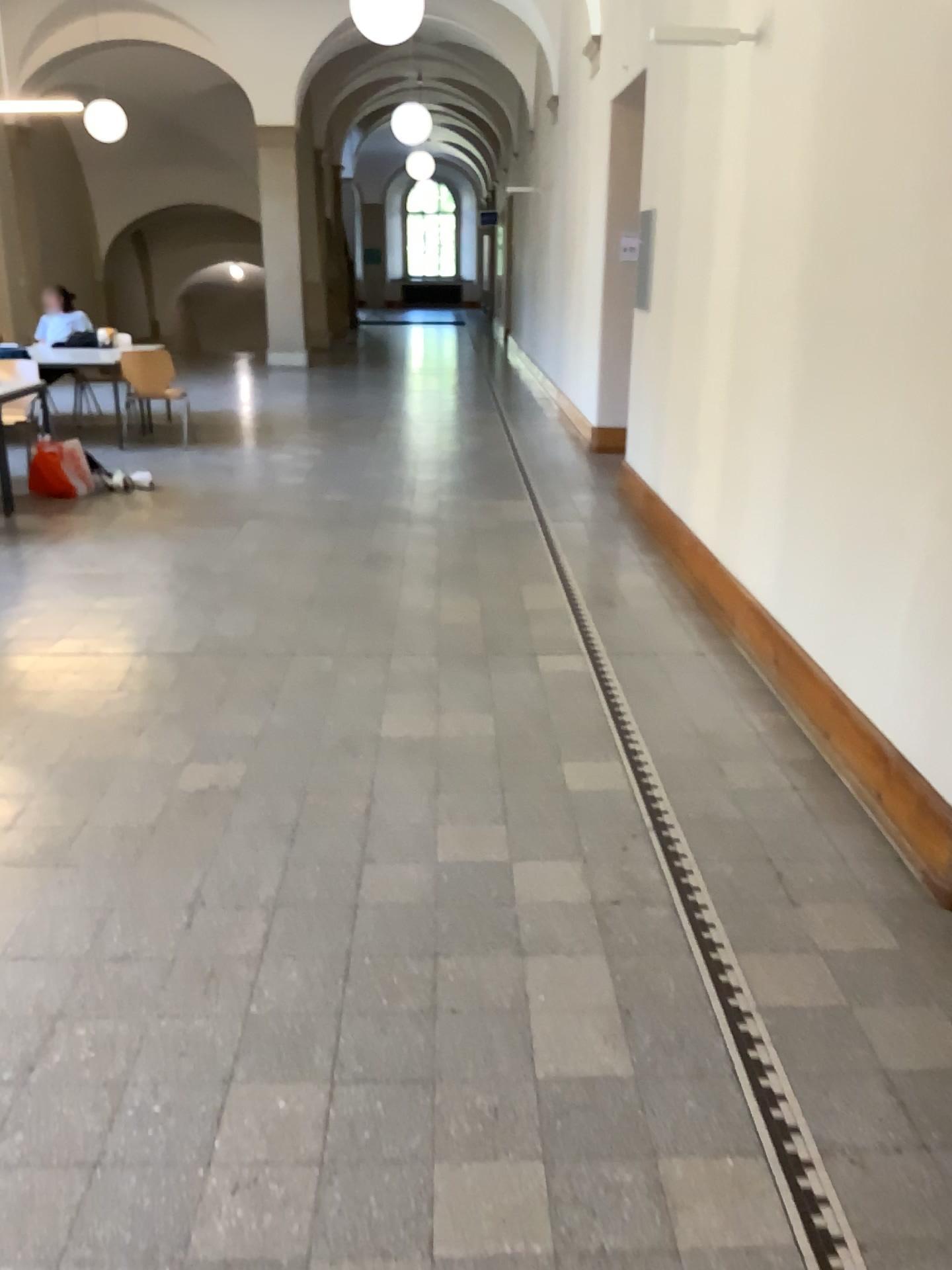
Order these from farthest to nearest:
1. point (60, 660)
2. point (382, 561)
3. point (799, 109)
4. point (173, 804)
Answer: point (382, 561) < point (60, 660) < point (799, 109) < point (173, 804)
